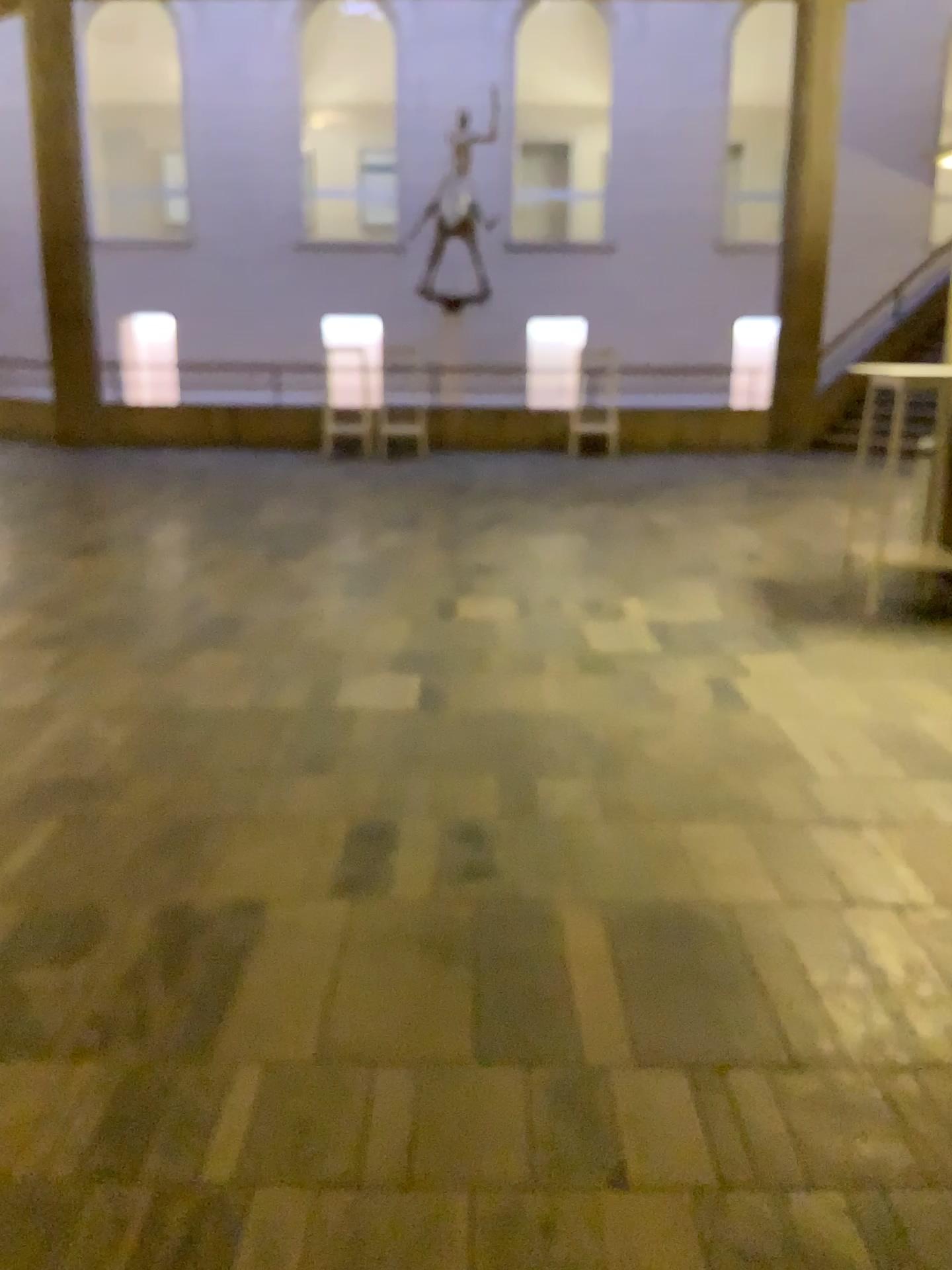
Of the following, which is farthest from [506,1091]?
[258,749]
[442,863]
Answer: [258,749]
